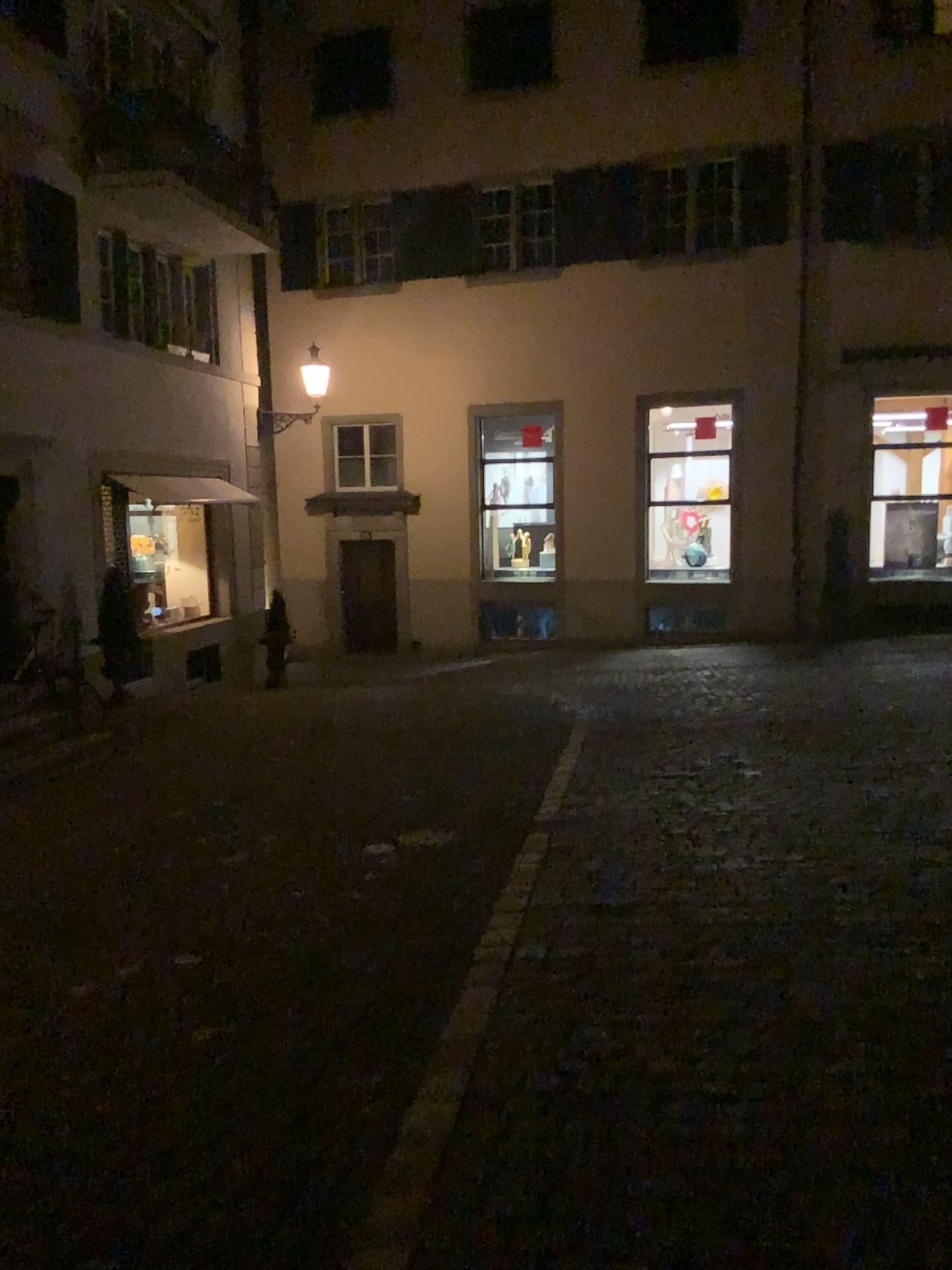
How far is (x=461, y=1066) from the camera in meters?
3.2
